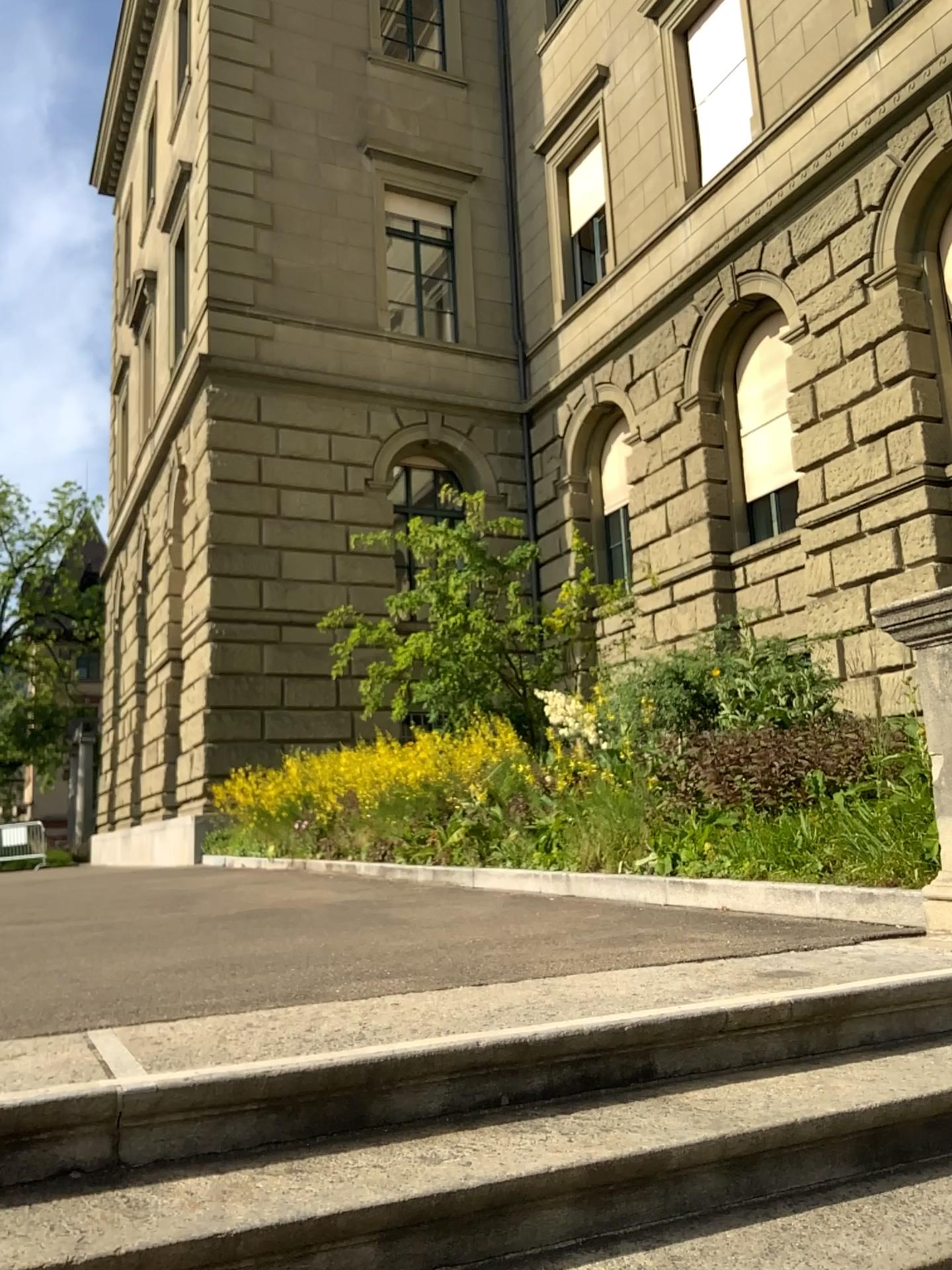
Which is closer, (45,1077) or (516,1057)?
(45,1077)
